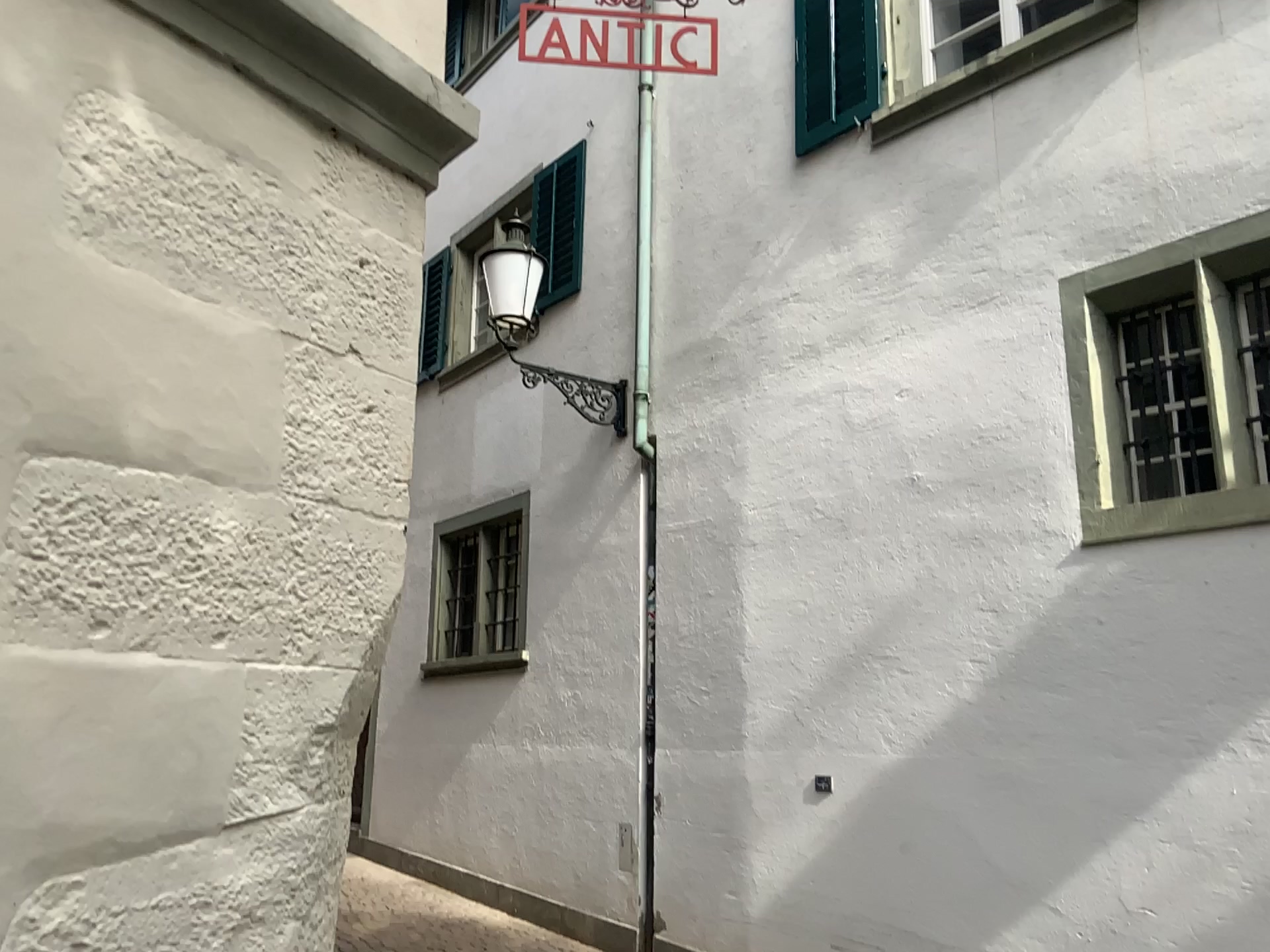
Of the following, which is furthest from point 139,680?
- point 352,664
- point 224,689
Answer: point 352,664
